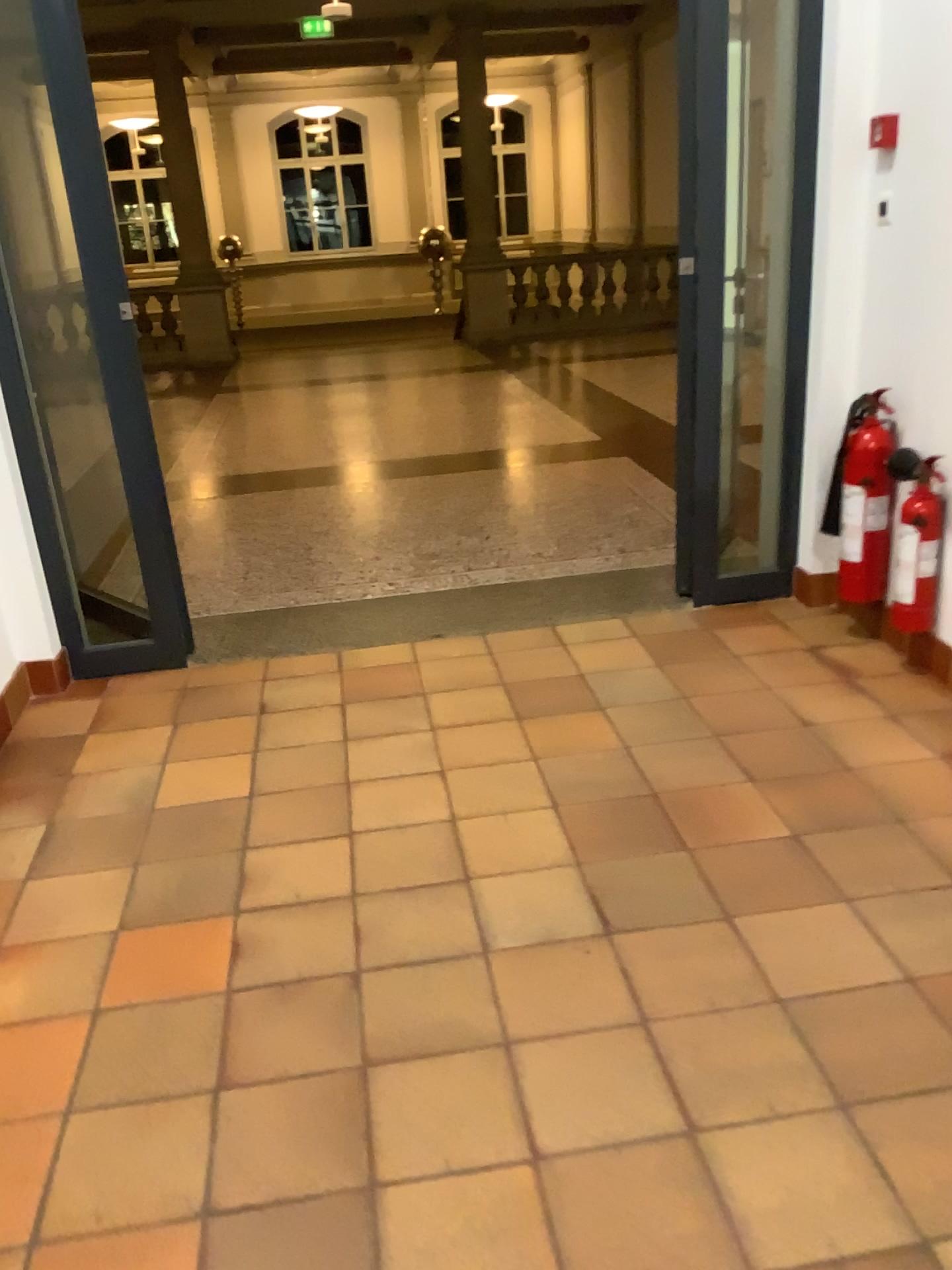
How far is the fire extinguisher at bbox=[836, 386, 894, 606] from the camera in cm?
320

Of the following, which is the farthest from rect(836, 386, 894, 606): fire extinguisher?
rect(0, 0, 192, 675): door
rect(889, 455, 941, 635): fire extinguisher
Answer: rect(0, 0, 192, 675): door

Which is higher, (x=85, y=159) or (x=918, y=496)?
(x=85, y=159)

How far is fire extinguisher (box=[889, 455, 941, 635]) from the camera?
3.1m

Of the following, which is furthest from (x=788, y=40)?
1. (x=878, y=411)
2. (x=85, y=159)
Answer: (x=85, y=159)

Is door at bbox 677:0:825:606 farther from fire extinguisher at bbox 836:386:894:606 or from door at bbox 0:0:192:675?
door at bbox 0:0:192:675

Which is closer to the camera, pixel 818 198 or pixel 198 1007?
pixel 198 1007

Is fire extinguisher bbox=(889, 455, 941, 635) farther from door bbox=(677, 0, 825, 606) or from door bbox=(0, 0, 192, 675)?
door bbox=(0, 0, 192, 675)

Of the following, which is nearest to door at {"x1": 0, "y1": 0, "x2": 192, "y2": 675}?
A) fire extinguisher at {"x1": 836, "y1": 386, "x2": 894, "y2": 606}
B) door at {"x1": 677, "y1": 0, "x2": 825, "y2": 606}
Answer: door at {"x1": 677, "y1": 0, "x2": 825, "y2": 606}

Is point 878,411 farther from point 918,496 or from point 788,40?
point 788,40
